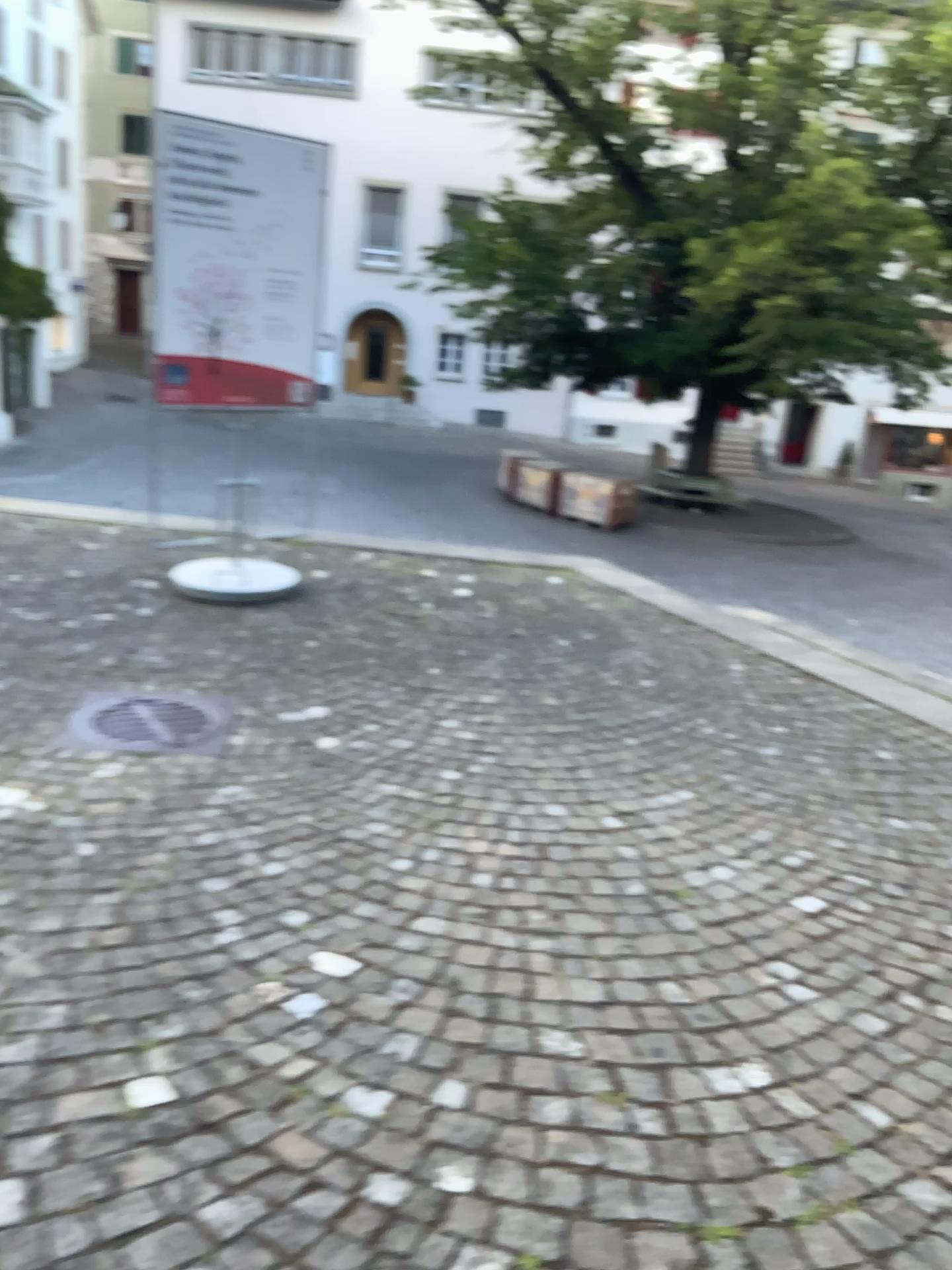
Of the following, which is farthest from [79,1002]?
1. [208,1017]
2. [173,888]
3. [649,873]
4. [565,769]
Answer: [565,769]
